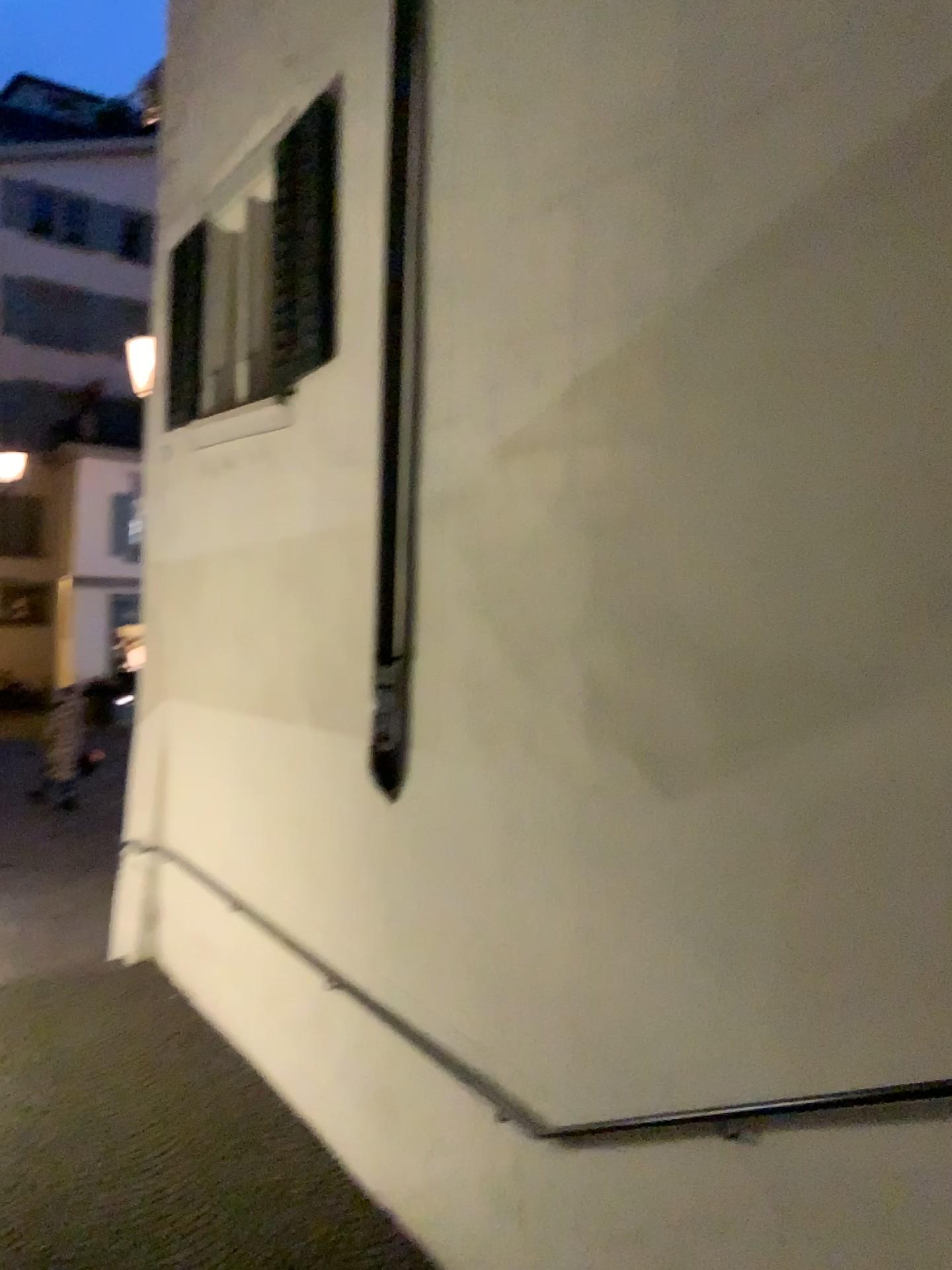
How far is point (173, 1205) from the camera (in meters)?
4.45
